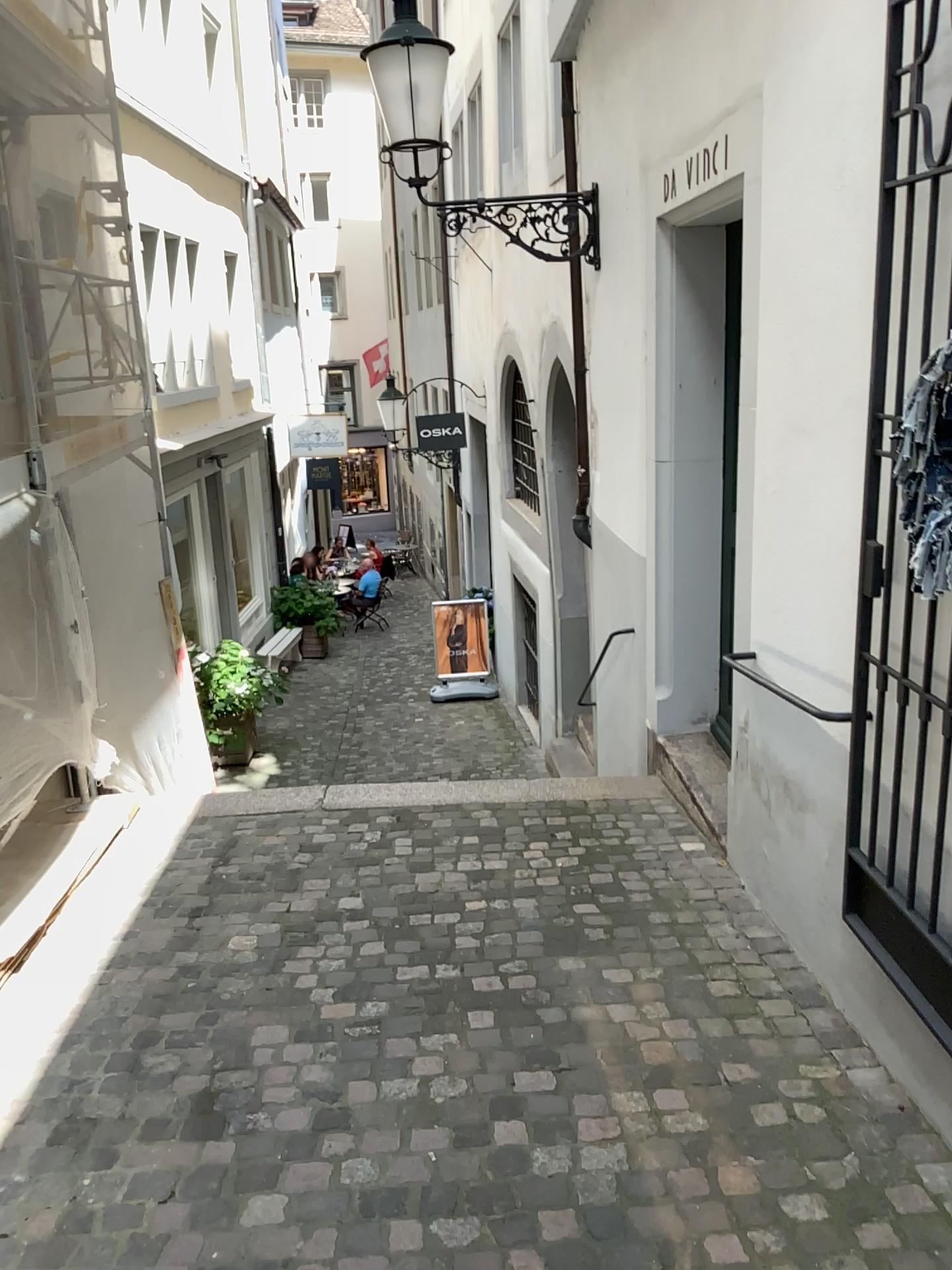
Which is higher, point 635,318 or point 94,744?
point 635,318
